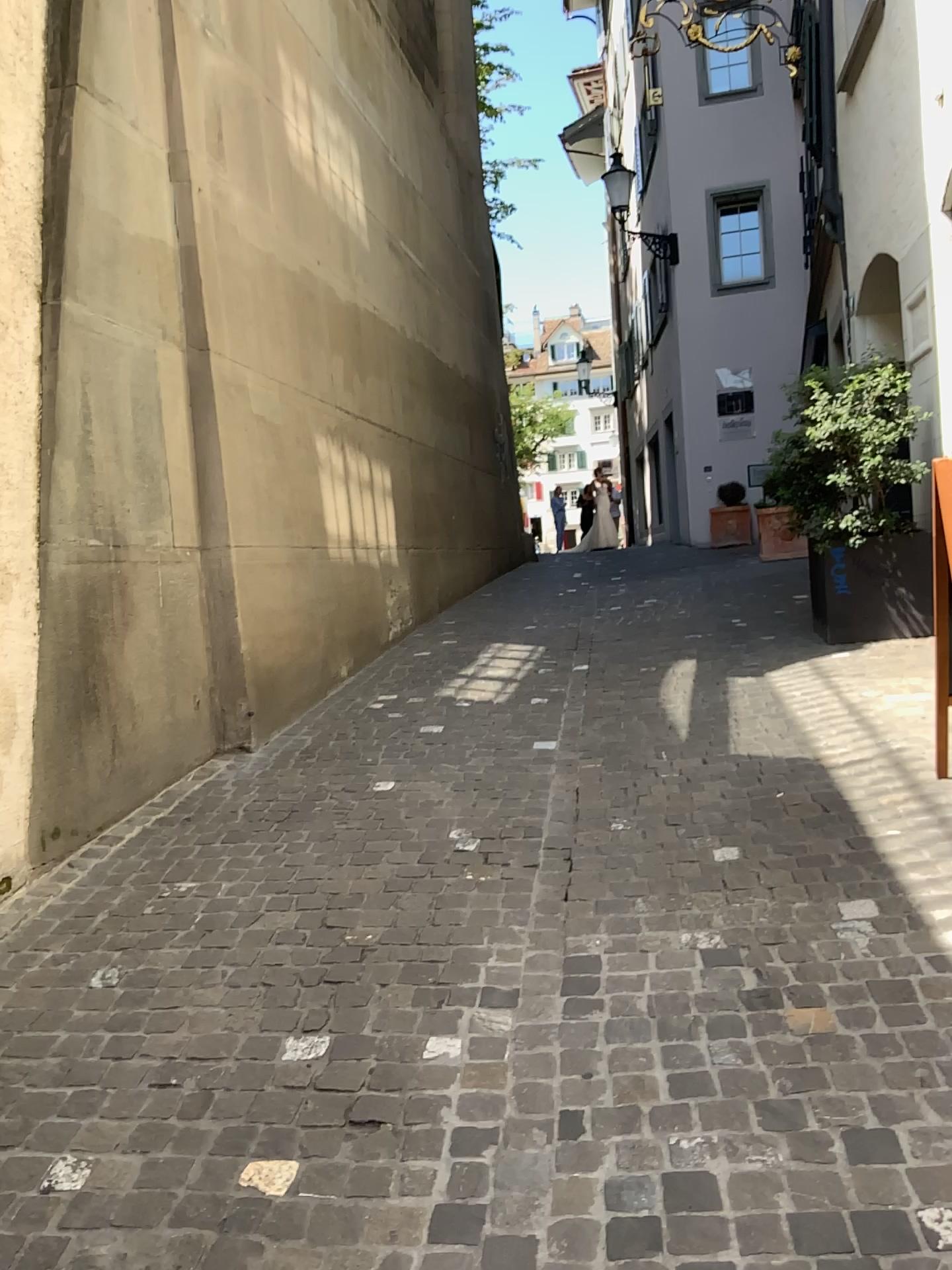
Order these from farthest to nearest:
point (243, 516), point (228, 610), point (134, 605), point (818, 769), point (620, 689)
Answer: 1. point (620, 689)
2. point (243, 516)
3. point (228, 610)
4. point (134, 605)
5. point (818, 769)
